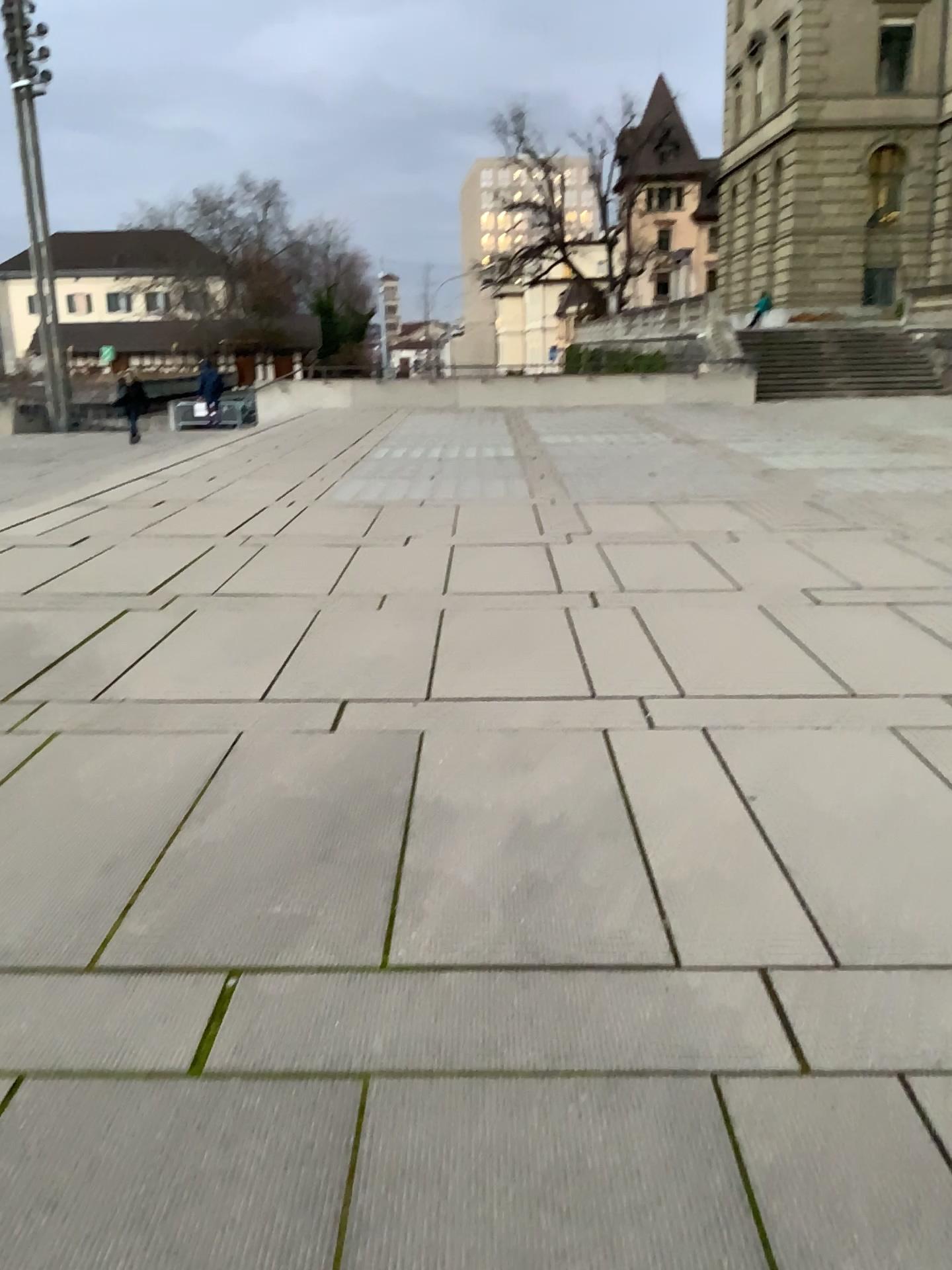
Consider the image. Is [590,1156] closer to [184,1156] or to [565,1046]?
[565,1046]
